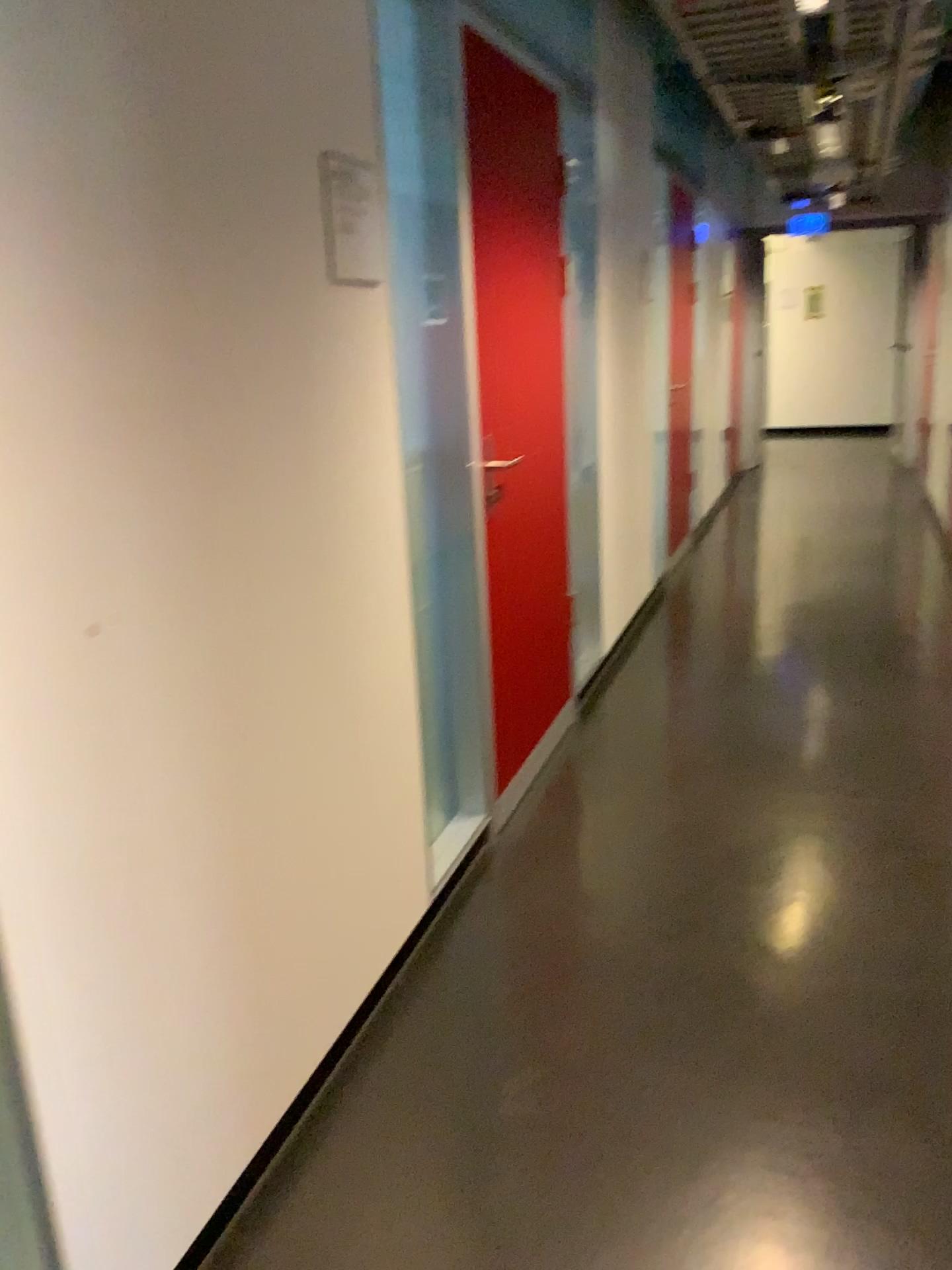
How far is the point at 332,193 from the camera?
1.85m

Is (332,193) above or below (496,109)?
below

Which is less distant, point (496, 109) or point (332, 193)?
point (332, 193)

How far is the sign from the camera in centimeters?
185cm

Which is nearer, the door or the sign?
the sign

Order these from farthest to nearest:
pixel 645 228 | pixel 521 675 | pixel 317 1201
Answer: pixel 645 228
pixel 521 675
pixel 317 1201
